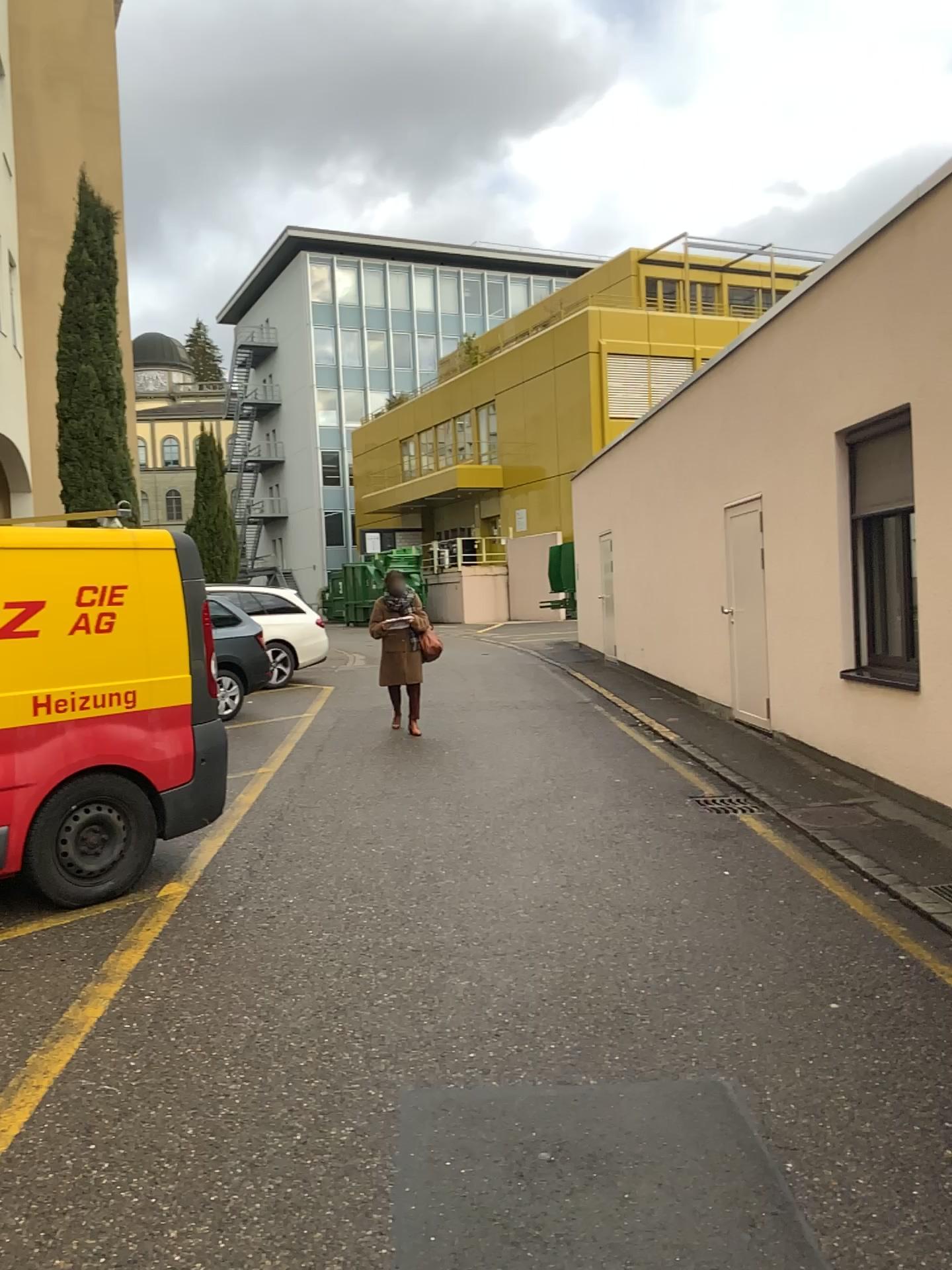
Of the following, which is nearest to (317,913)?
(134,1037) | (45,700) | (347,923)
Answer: (347,923)
